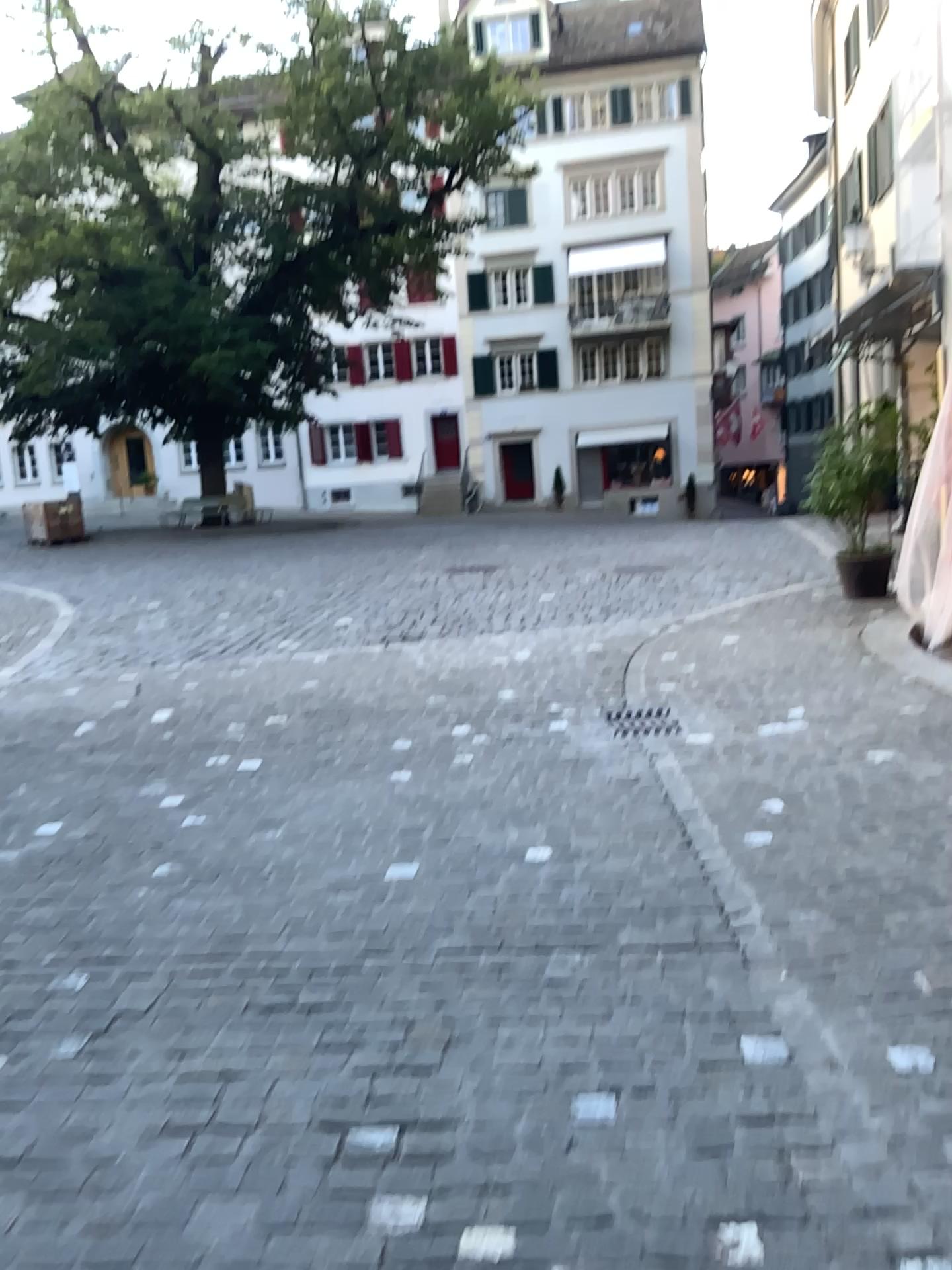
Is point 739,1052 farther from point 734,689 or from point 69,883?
point 734,689
